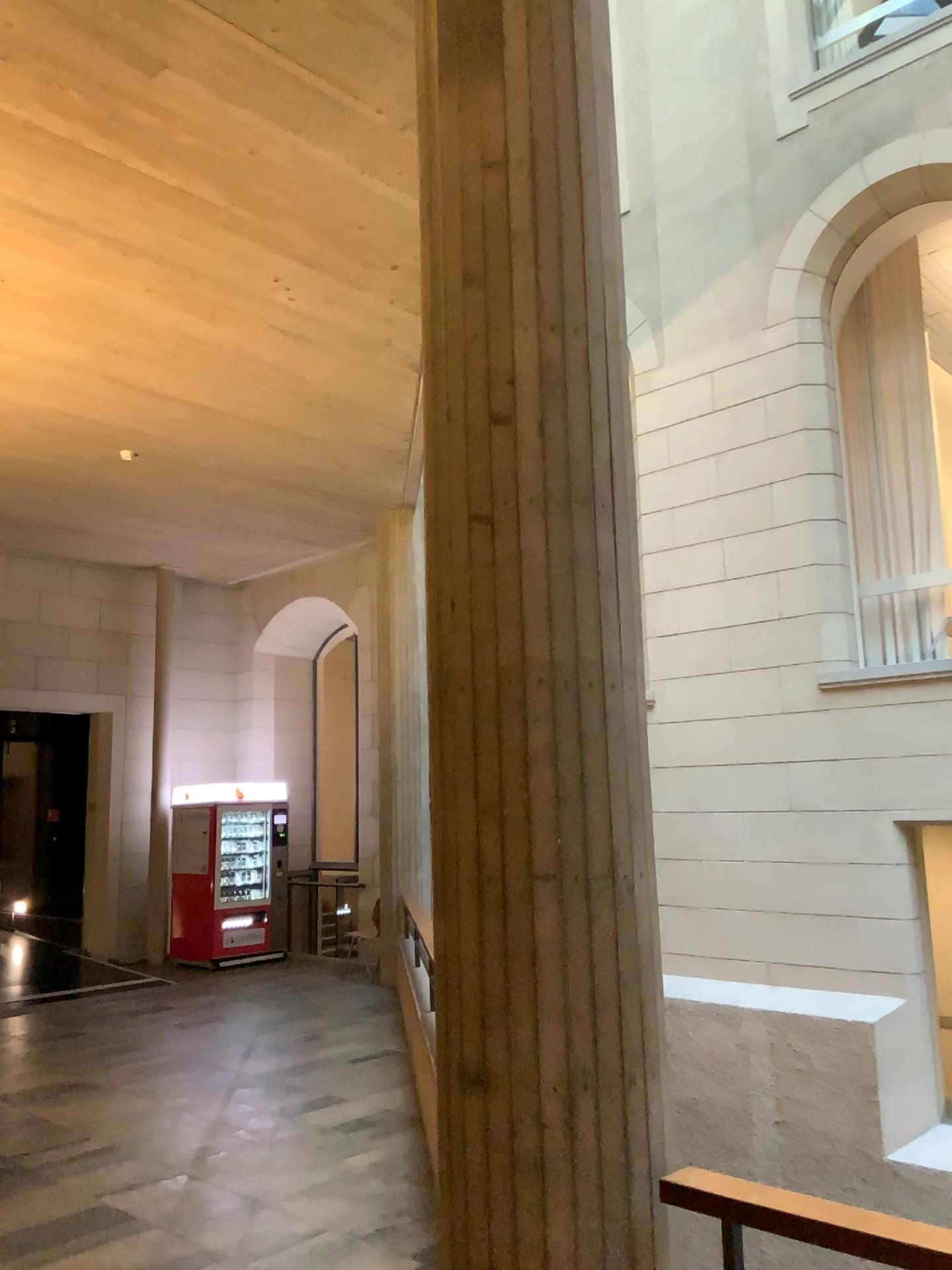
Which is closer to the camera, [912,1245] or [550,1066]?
[912,1245]

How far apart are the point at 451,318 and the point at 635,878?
1.45m

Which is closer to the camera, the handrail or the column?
the handrail
